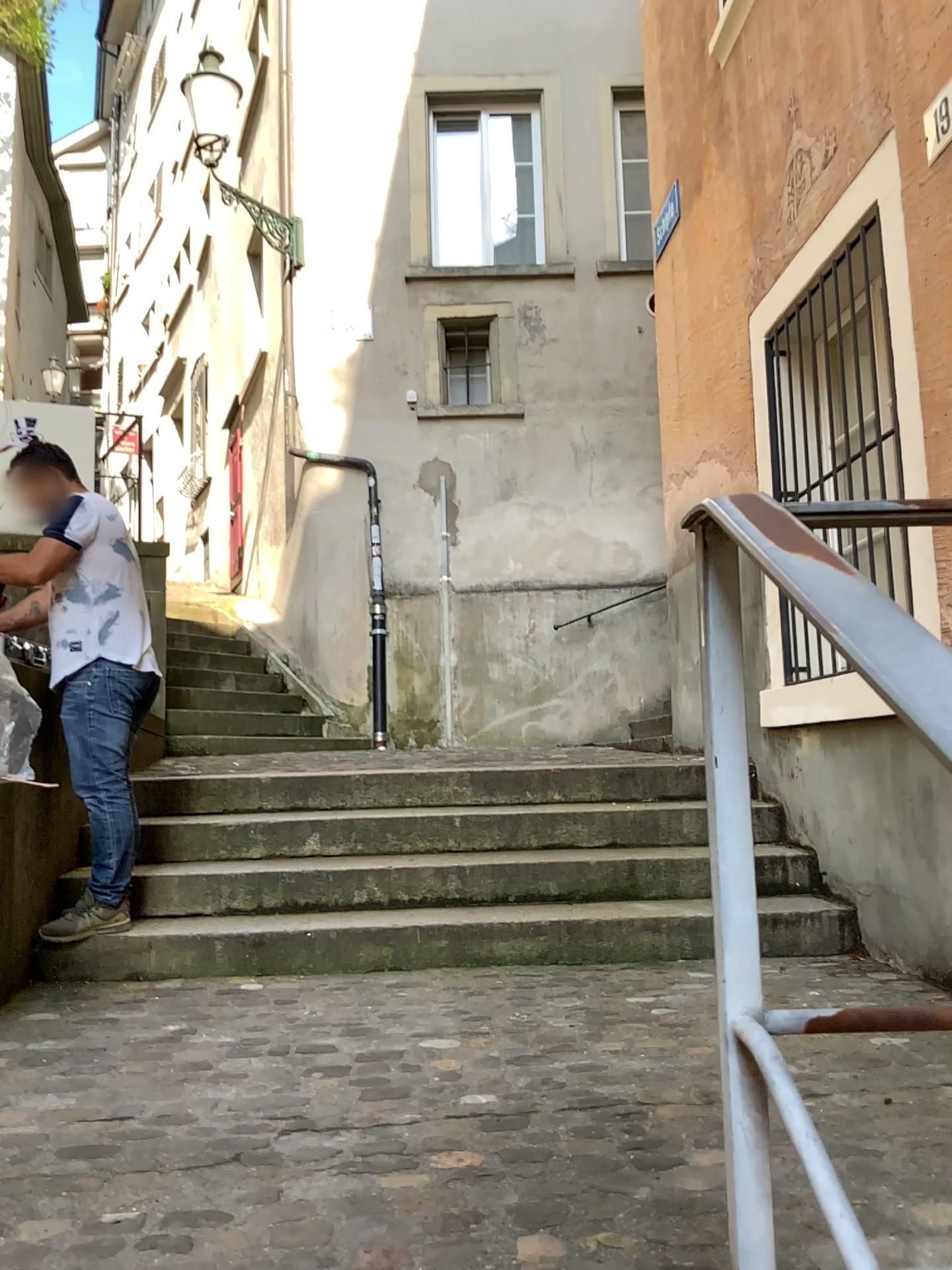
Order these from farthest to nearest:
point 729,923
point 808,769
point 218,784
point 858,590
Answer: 1. point 218,784
2. point 808,769
3. point 729,923
4. point 858,590

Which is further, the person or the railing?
the person

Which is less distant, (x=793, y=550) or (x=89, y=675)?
(x=793, y=550)

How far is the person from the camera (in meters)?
3.42

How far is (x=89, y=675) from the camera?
3.4m
